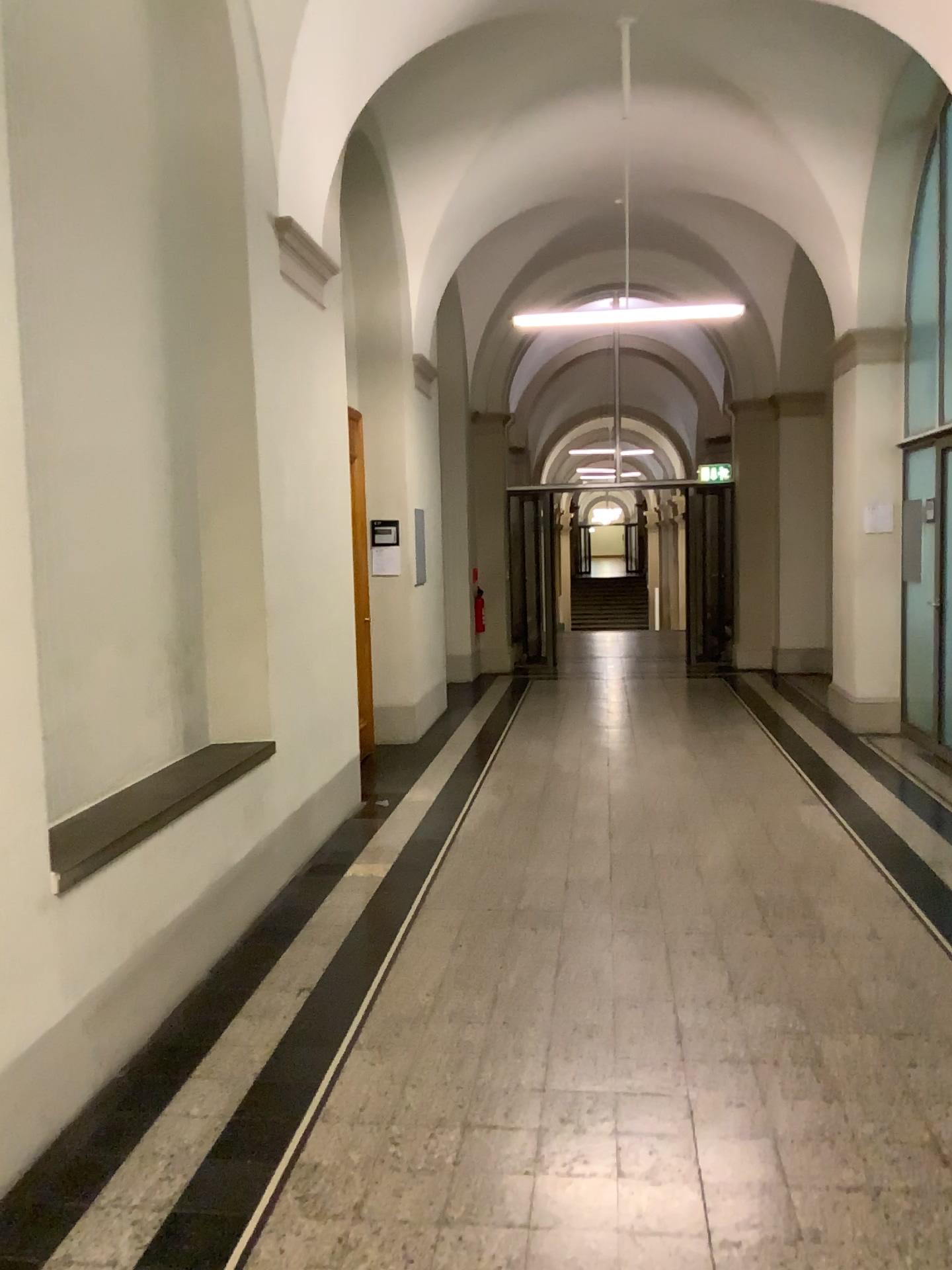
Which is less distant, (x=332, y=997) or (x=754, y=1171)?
(x=754, y=1171)
